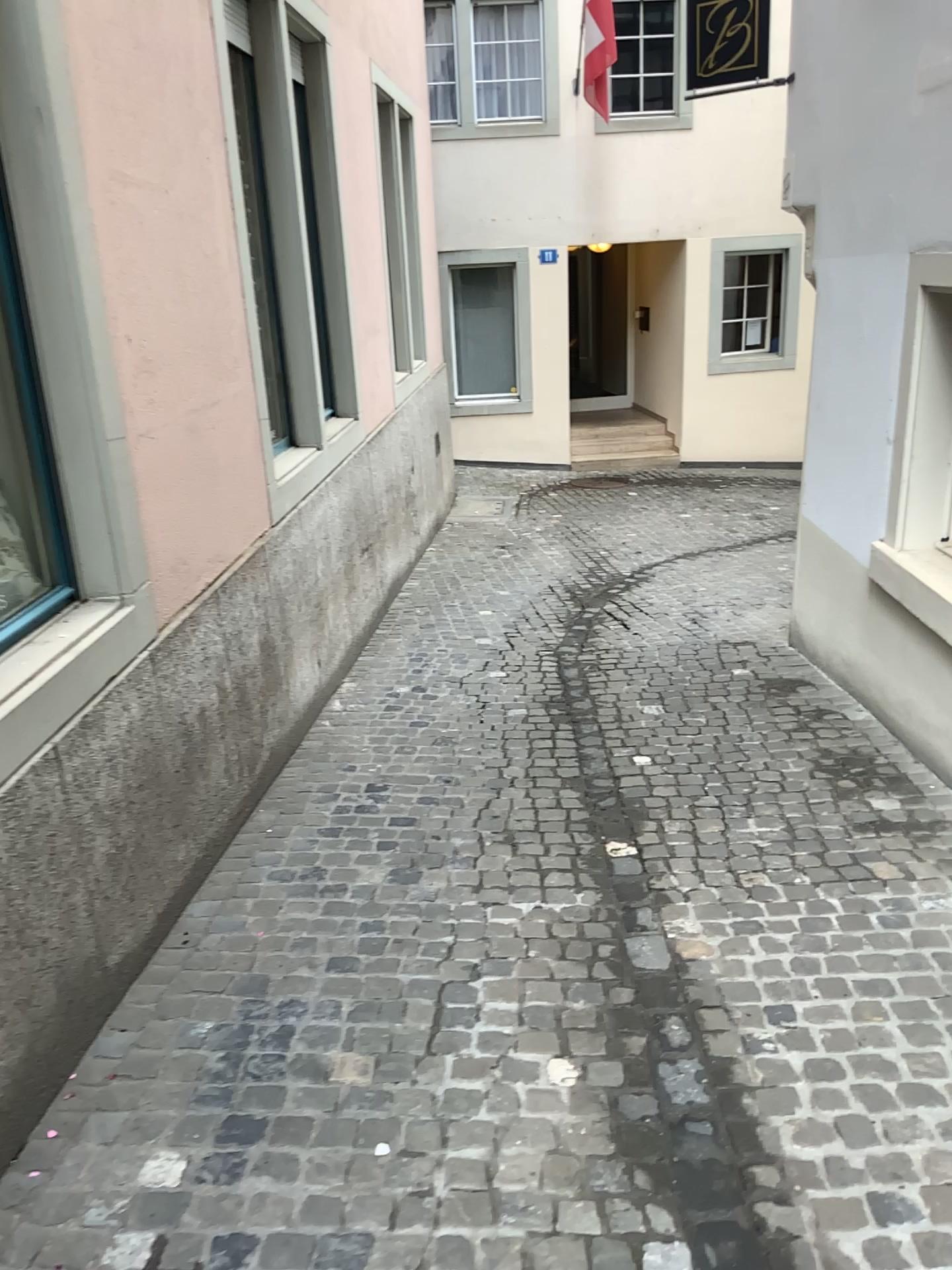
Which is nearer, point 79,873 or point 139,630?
point 79,873

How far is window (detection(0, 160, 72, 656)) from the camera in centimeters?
281cm

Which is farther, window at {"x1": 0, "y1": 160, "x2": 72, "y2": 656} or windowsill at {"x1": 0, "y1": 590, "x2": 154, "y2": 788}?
window at {"x1": 0, "y1": 160, "x2": 72, "y2": 656}

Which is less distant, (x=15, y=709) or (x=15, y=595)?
(x=15, y=709)

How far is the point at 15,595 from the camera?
2.8 meters
